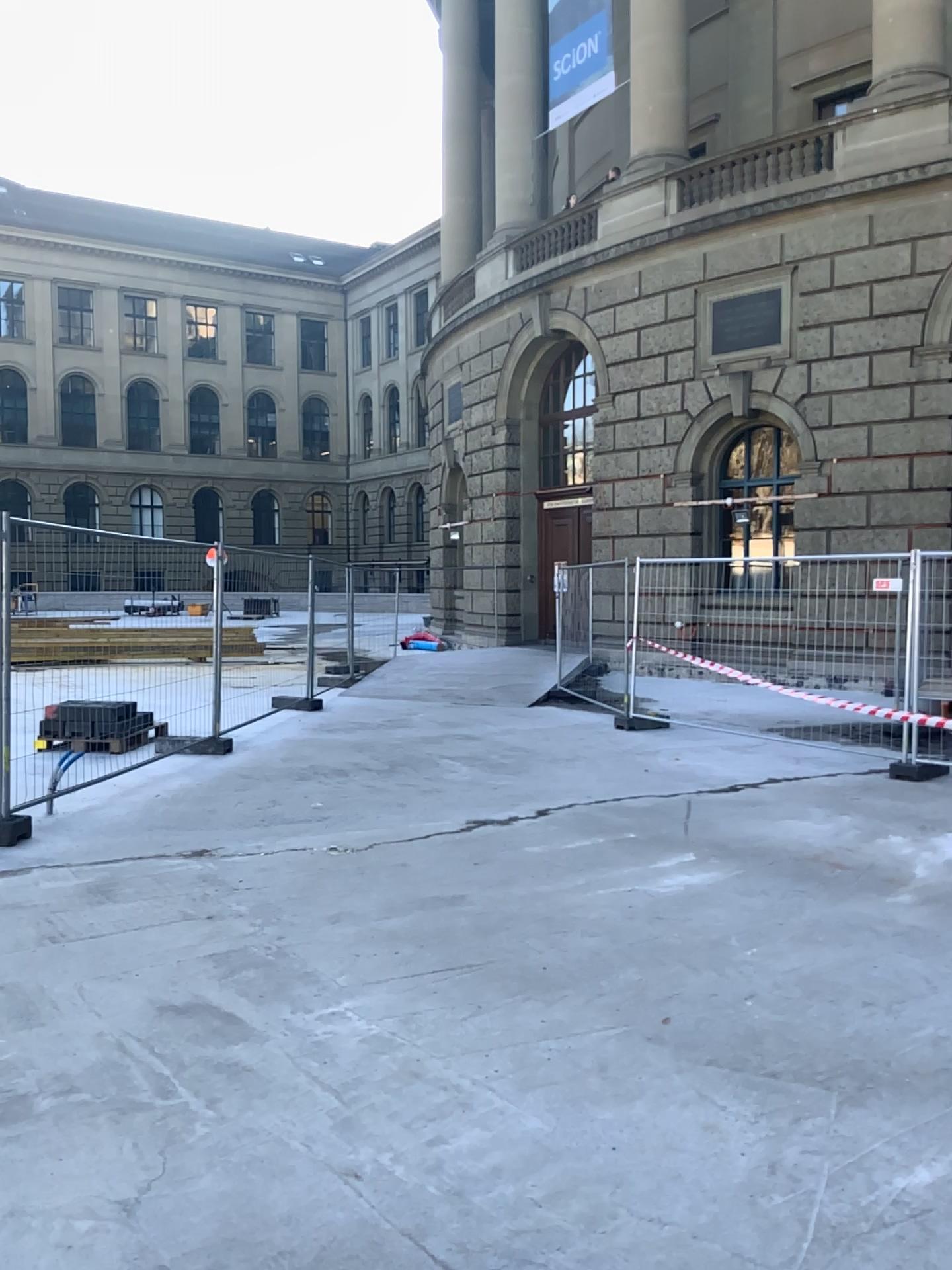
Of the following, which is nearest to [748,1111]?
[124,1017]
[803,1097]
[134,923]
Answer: [803,1097]
